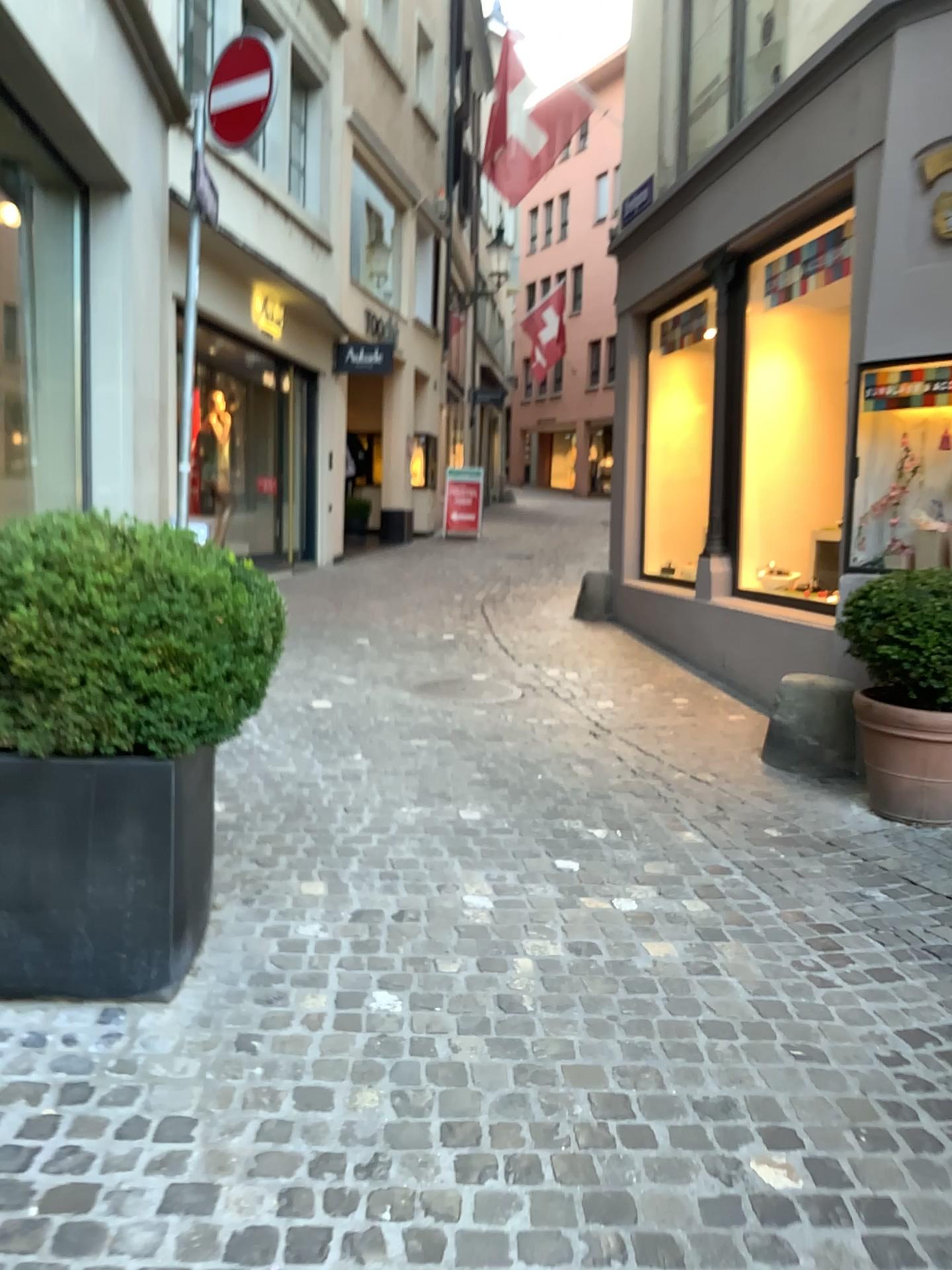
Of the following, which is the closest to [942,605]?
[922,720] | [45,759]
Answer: [922,720]

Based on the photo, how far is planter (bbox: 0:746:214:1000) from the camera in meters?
2.5 m

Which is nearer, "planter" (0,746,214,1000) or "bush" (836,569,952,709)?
"planter" (0,746,214,1000)

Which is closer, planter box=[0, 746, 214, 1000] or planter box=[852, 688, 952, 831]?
planter box=[0, 746, 214, 1000]

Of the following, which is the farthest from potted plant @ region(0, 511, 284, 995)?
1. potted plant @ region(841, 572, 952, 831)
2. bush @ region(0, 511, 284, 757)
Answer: potted plant @ region(841, 572, 952, 831)

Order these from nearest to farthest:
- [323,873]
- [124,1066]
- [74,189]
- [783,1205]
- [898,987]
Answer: [783,1205]
[124,1066]
[898,987]
[323,873]
[74,189]

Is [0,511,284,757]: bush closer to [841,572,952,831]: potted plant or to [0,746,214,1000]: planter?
[0,746,214,1000]: planter

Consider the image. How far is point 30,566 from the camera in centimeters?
237cm

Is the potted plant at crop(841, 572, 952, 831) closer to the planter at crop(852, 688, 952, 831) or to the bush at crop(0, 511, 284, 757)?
the planter at crop(852, 688, 952, 831)

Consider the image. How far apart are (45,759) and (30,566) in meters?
0.5
